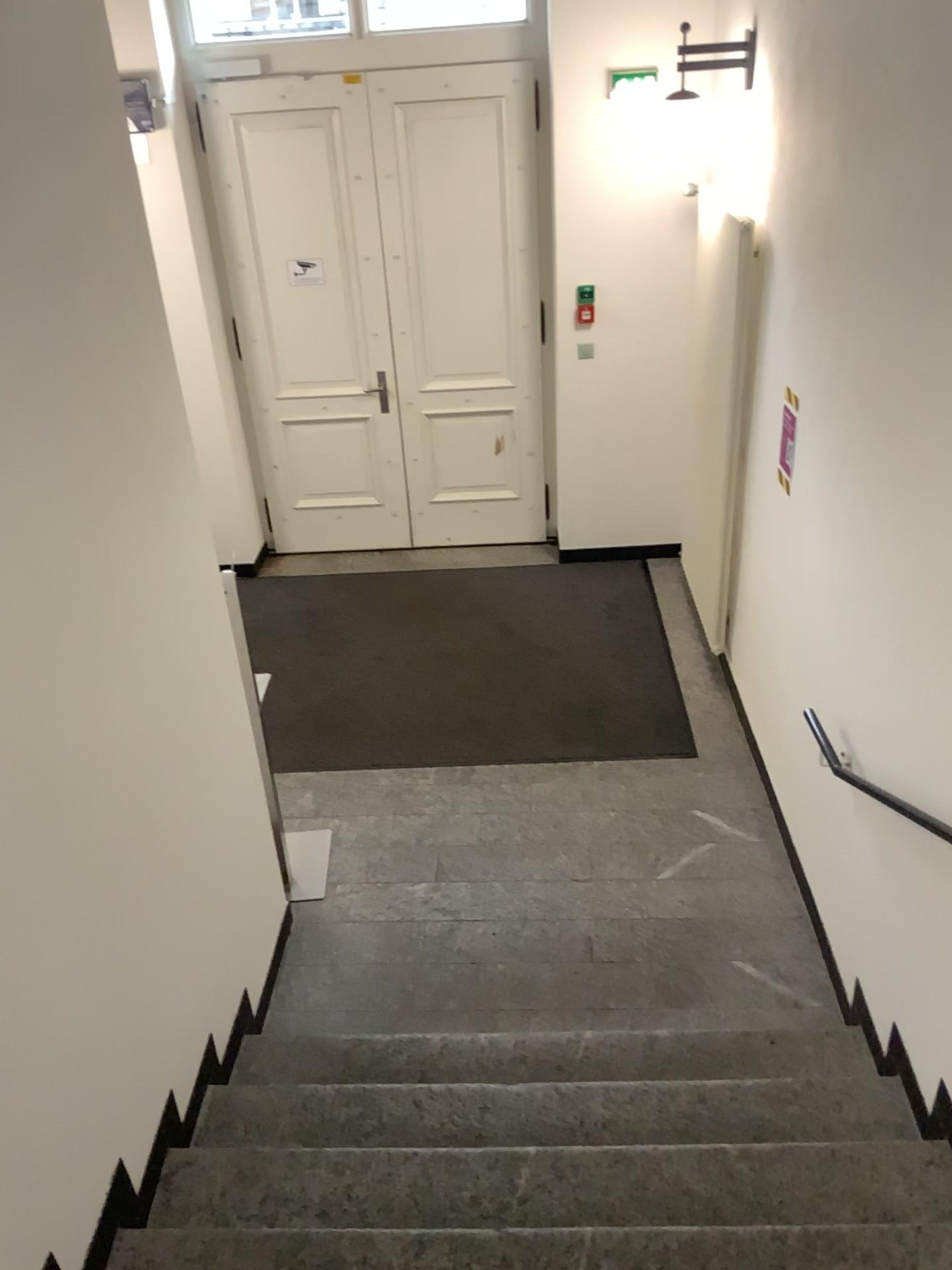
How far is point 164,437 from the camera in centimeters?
268cm

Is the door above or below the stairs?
above

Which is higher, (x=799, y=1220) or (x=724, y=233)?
(x=724, y=233)

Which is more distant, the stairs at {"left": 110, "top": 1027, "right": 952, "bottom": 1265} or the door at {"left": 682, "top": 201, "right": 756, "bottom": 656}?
the door at {"left": 682, "top": 201, "right": 756, "bottom": 656}

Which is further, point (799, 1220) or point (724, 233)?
point (724, 233)
